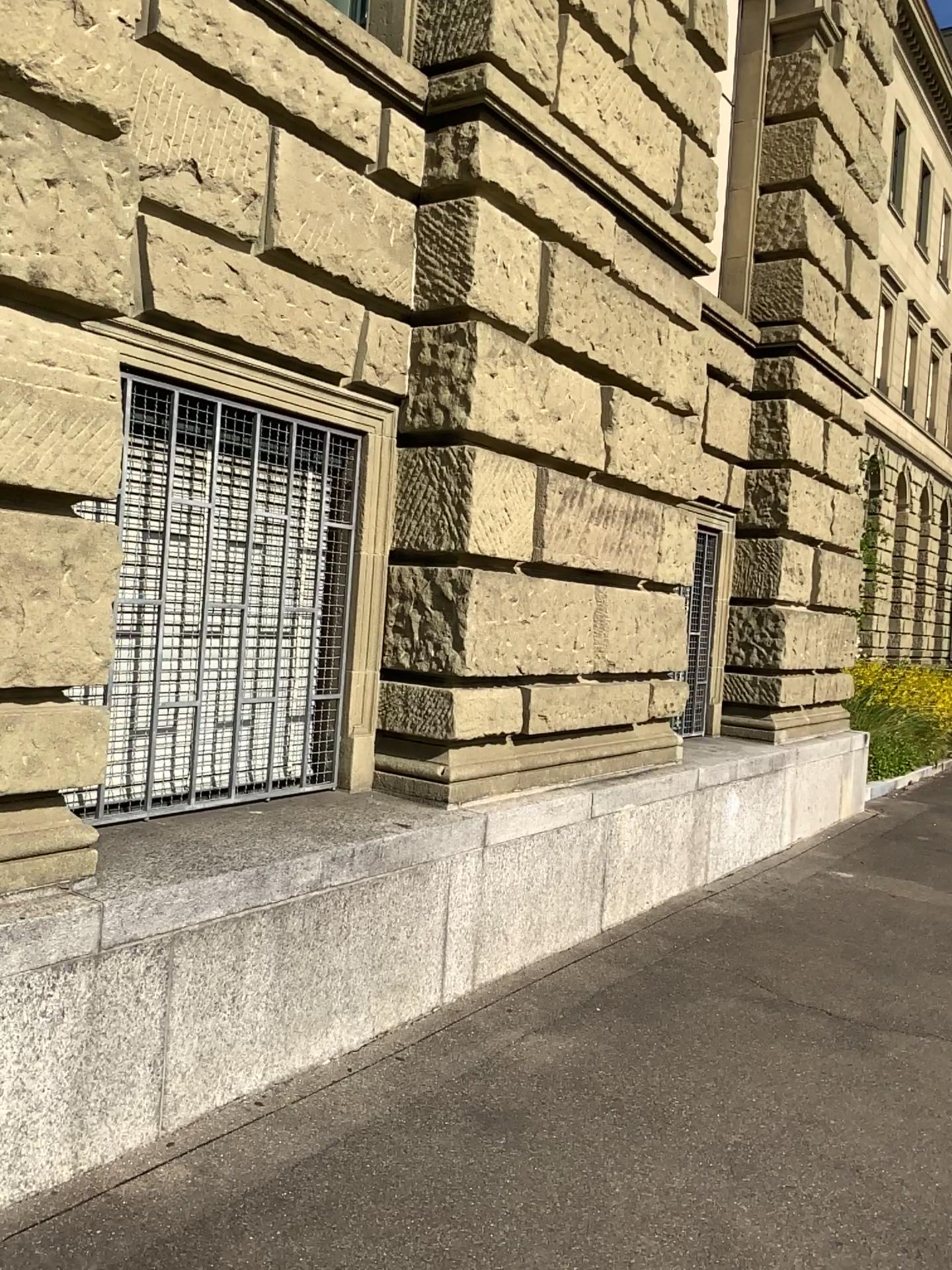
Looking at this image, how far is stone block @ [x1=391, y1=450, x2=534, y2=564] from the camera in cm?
447

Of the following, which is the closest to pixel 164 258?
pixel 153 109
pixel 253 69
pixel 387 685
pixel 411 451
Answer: pixel 153 109

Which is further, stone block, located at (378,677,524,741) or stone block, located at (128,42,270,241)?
stone block, located at (378,677,524,741)

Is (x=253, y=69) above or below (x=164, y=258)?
above

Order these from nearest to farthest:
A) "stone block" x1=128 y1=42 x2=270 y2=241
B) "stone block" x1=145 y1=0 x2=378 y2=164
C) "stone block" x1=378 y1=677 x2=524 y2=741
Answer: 1. "stone block" x1=128 y1=42 x2=270 y2=241
2. "stone block" x1=145 y1=0 x2=378 y2=164
3. "stone block" x1=378 y1=677 x2=524 y2=741

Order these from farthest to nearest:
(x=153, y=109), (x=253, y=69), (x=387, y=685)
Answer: (x=387, y=685) → (x=253, y=69) → (x=153, y=109)

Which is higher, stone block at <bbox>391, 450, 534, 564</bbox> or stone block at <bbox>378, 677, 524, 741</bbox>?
stone block at <bbox>391, 450, 534, 564</bbox>

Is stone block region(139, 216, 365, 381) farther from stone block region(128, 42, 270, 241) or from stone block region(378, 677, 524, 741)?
stone block region(378, 677, 524, 741)

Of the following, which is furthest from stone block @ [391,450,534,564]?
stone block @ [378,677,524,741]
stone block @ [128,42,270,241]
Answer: stone block @ [128,42,270,241]

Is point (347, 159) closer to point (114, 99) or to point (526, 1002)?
point (114, 99)
